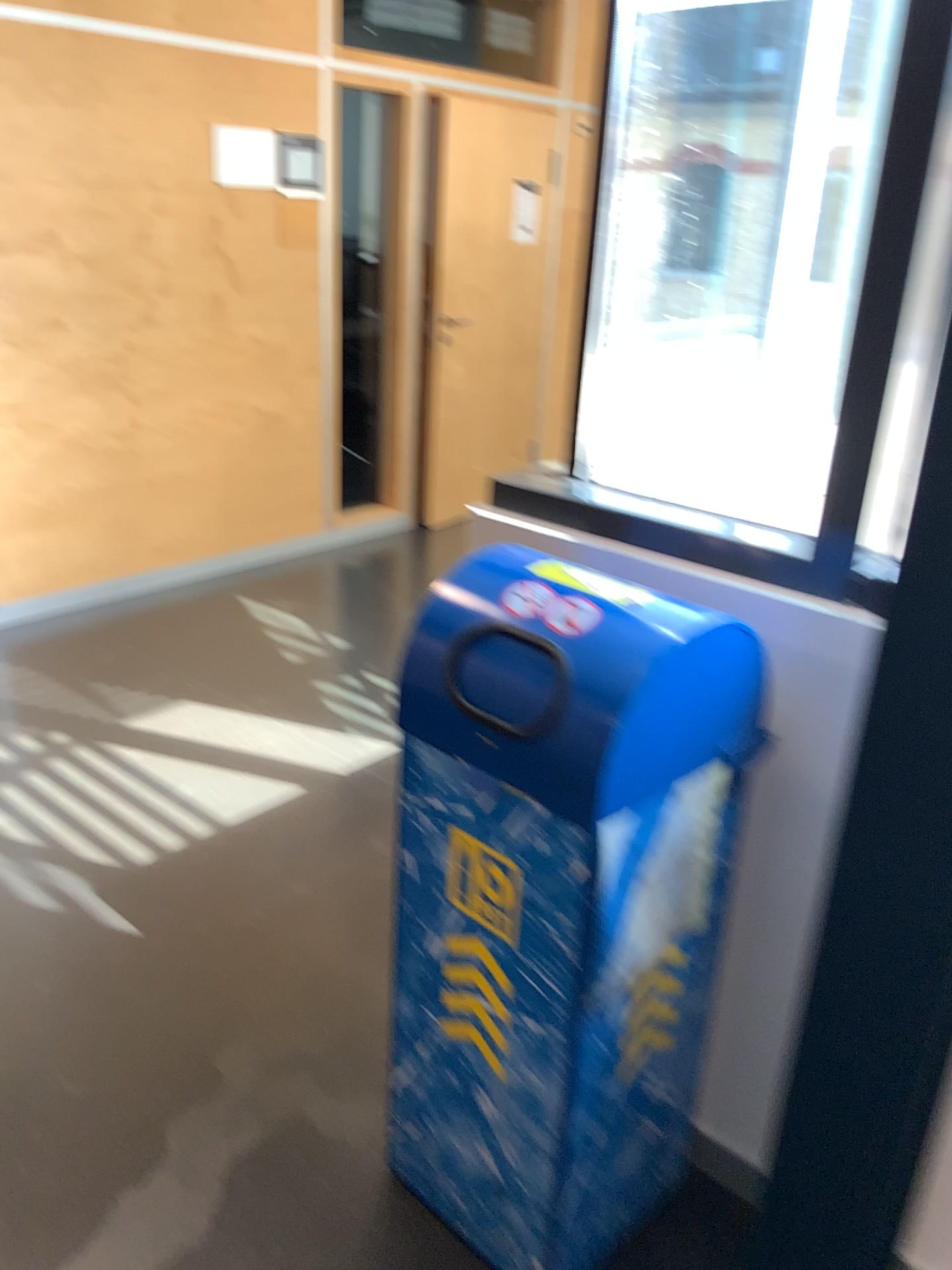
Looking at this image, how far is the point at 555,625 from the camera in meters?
1.4 m

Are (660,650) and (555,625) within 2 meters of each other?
yes

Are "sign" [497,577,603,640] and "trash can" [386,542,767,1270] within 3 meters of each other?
yes

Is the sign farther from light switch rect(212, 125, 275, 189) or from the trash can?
light switch rect(212, 125, 275, 189)

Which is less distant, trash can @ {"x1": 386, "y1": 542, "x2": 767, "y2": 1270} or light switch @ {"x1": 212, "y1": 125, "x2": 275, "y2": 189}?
trash can @ {"x1": 386, "y1": 542, "x2": 767, "y2": 1270}

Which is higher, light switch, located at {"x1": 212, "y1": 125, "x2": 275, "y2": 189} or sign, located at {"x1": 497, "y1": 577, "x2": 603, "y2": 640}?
light switch, located at {"x1": 212, "y1": 125, "x2": 275, "y2": 189}

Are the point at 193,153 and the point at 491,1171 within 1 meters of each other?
no

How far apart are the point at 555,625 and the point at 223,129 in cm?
351

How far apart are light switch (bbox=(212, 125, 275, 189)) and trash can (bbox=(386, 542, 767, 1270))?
3.07m

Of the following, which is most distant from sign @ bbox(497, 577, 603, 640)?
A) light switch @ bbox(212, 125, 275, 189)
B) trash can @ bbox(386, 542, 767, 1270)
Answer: light switch @ bbox(212, 125, 275, 189)
